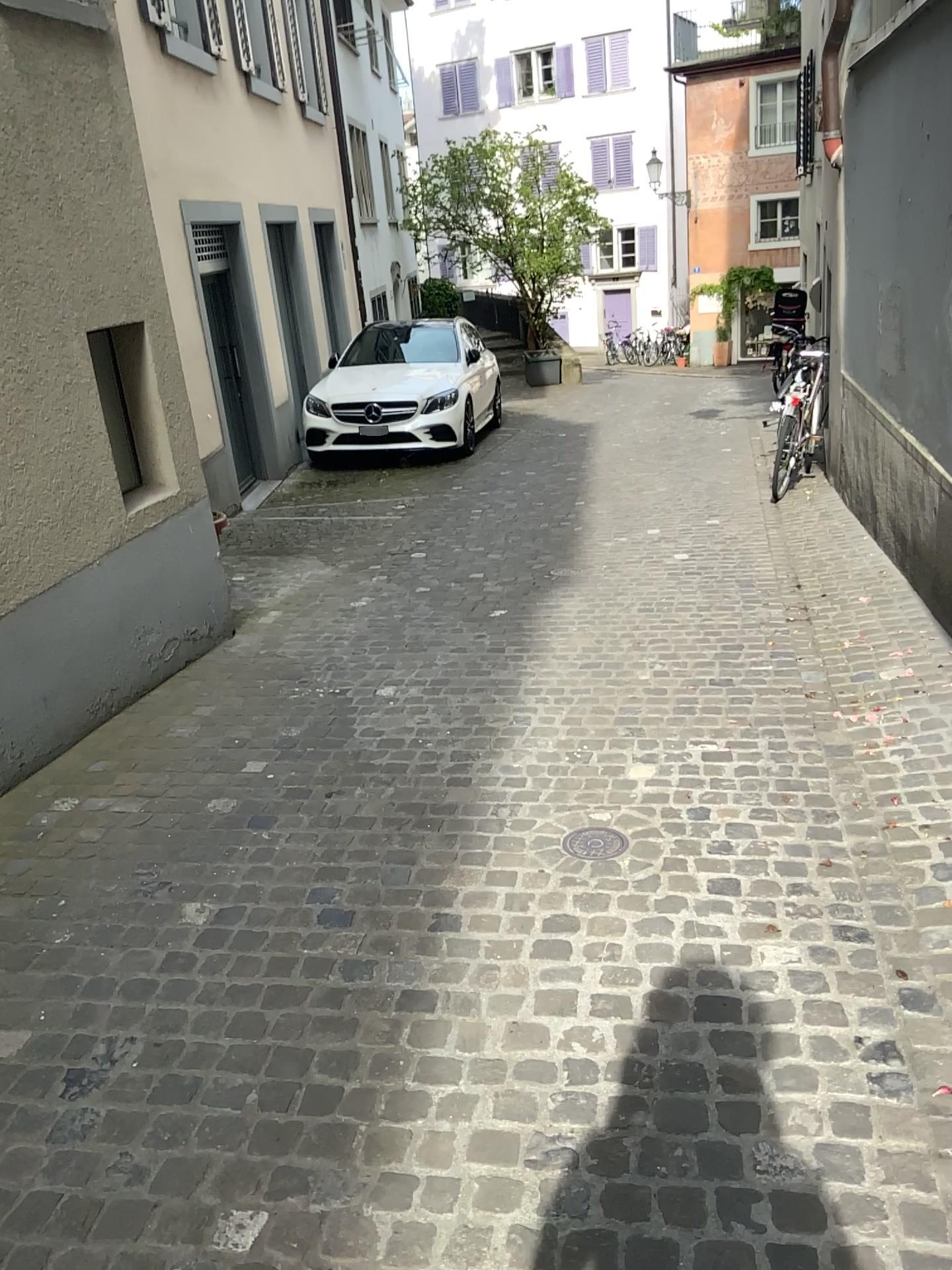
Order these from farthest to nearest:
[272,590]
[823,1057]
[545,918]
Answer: [272,590], [545,918], [823,1057]
